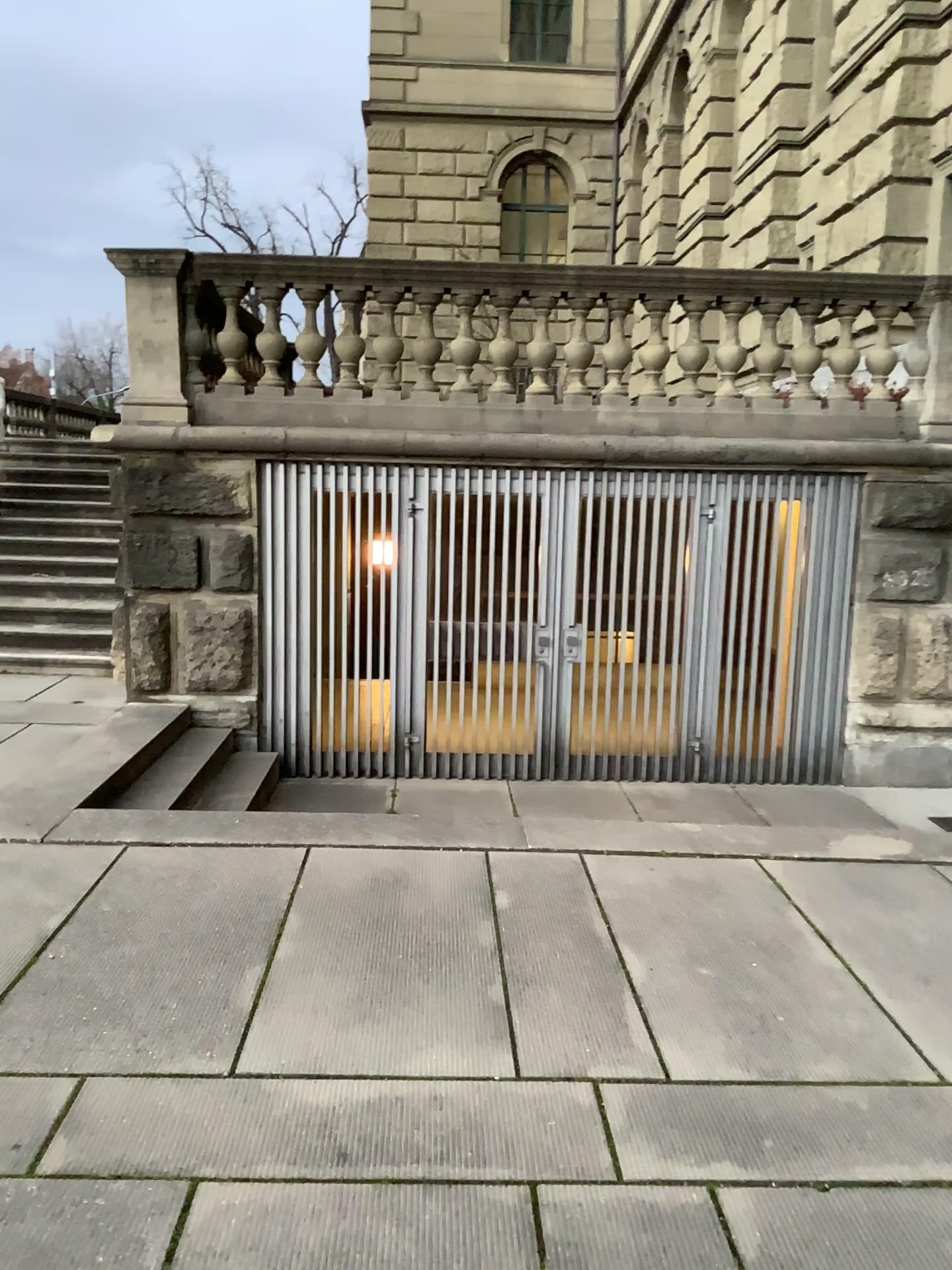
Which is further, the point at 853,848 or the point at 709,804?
the point at 709,804
